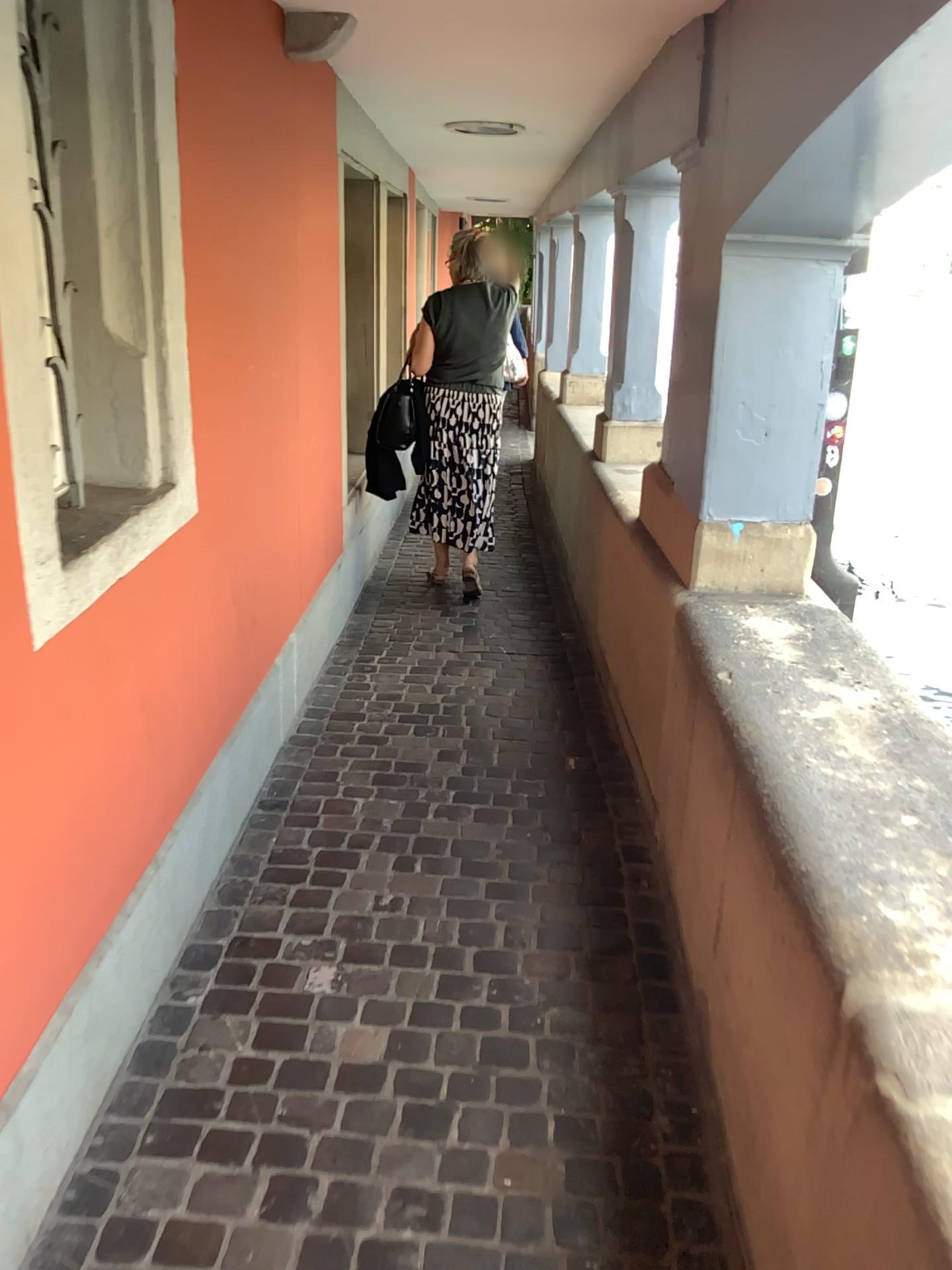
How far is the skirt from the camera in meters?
4.8 m

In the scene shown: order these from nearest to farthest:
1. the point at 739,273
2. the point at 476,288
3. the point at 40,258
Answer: the point at 40,258
the point at 739,273
the point at 476,288

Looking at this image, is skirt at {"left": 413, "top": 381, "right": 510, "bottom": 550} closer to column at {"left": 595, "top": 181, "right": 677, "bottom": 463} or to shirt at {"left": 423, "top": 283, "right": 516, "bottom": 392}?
shirt at {"left": 423, "top": 283, "right": 516, "bottom": 392}

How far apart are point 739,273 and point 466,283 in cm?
234

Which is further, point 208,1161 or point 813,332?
point 813,332

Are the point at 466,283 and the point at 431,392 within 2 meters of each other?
yes

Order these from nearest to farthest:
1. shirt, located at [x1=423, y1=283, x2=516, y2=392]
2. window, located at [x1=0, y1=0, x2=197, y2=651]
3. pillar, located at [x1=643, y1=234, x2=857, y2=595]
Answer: window, located at [x1=0, y1=0, x2=197, y2=651] < pillar, located at [x1=643, y1=234, x2=857, y2=595] < shirt, located at [x1=423, y1=283, x2=516, y2=392]

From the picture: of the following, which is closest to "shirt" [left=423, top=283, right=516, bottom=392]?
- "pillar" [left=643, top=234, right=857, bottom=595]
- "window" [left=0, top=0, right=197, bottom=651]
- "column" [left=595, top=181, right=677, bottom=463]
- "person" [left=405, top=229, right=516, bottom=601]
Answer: "person" [left=405, top=229, right=516, bottom=601]

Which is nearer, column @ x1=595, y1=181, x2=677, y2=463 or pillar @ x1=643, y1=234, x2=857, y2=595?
pillar @ x1=643, y1=234, x2=857, y2=595

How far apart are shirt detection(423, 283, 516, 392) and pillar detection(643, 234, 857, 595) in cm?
211
